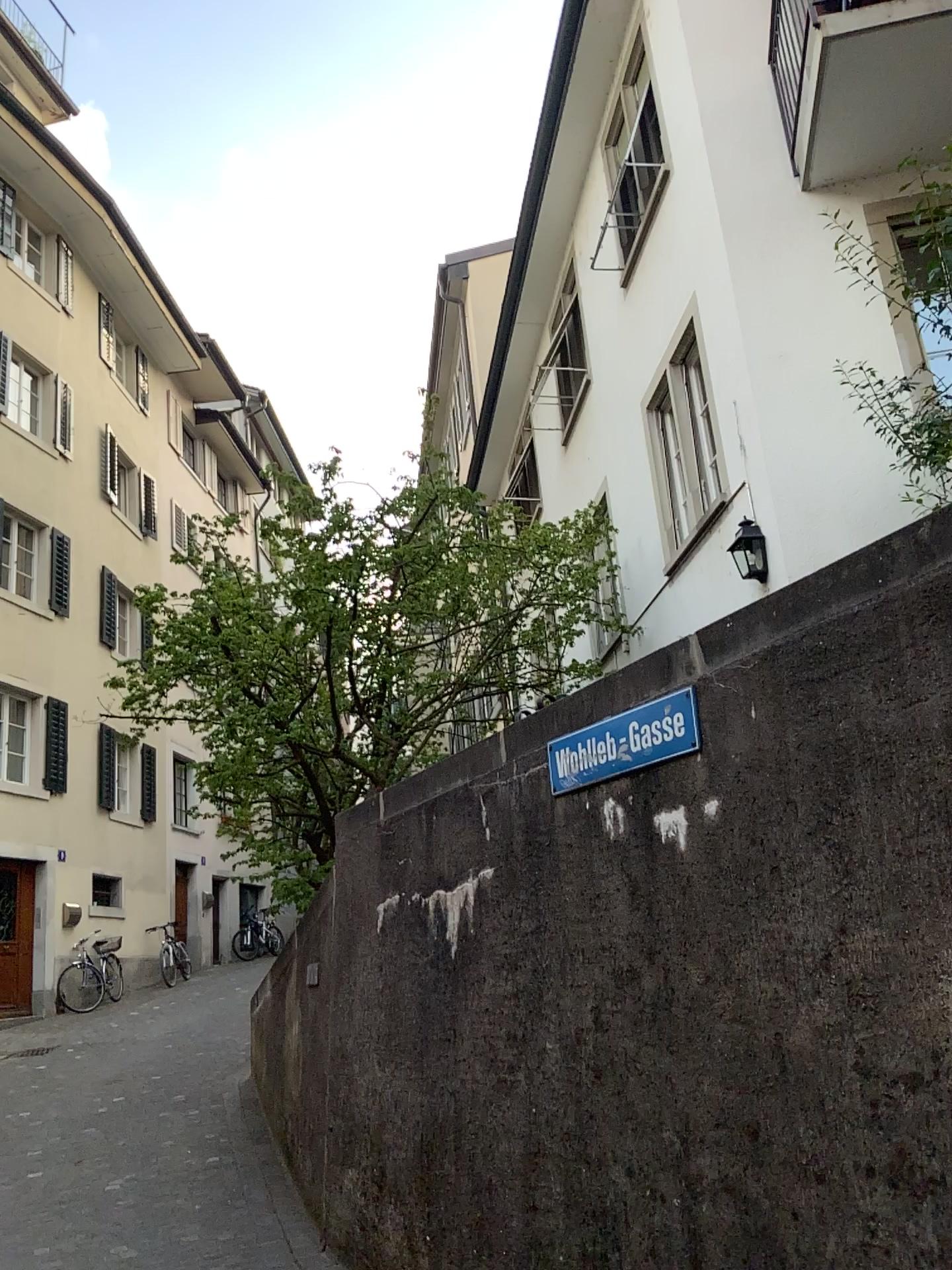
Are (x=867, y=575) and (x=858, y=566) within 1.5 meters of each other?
yes
